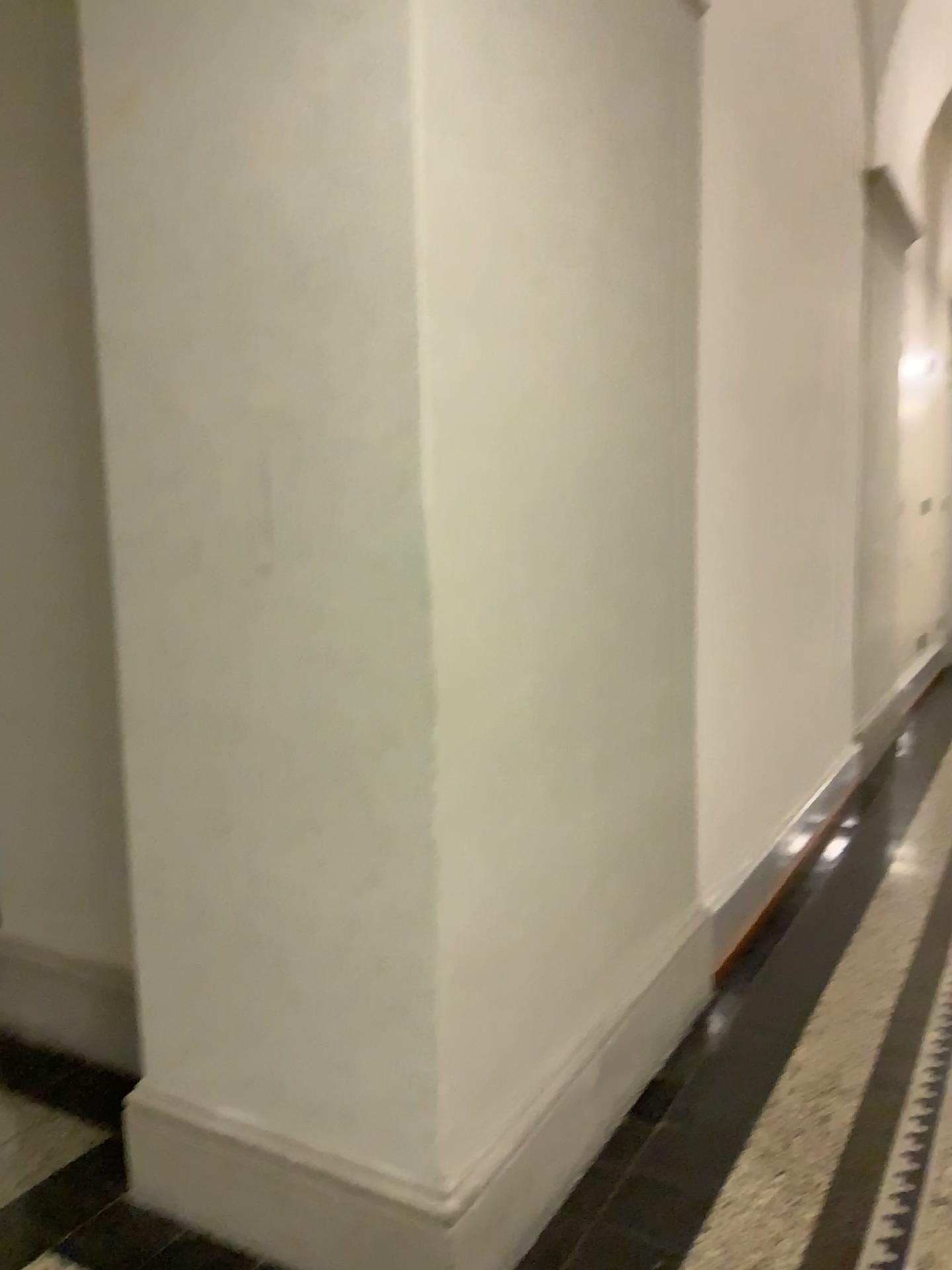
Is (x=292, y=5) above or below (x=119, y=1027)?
above

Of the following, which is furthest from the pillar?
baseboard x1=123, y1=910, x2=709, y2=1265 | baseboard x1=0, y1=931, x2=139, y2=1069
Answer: baseboard x1=0, y1=931, x2=139, y2=1069

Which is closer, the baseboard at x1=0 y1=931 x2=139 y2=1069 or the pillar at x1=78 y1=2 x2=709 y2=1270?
the pillar at x1=78 y1=2 x2=709 y2=1270

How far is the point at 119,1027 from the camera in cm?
286

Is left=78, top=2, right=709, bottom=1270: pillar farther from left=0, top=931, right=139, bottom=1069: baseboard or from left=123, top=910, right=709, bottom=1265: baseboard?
left=0, top=931, right=139, bottom=1069: baseboard

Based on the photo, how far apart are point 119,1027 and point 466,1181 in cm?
130

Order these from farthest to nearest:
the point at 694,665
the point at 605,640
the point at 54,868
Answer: the point at 694,665, the point at 54,868, the point at 605,640

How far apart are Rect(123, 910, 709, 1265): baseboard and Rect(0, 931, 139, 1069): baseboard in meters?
0.6

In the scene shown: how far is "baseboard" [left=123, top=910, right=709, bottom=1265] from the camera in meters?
2.0 m
